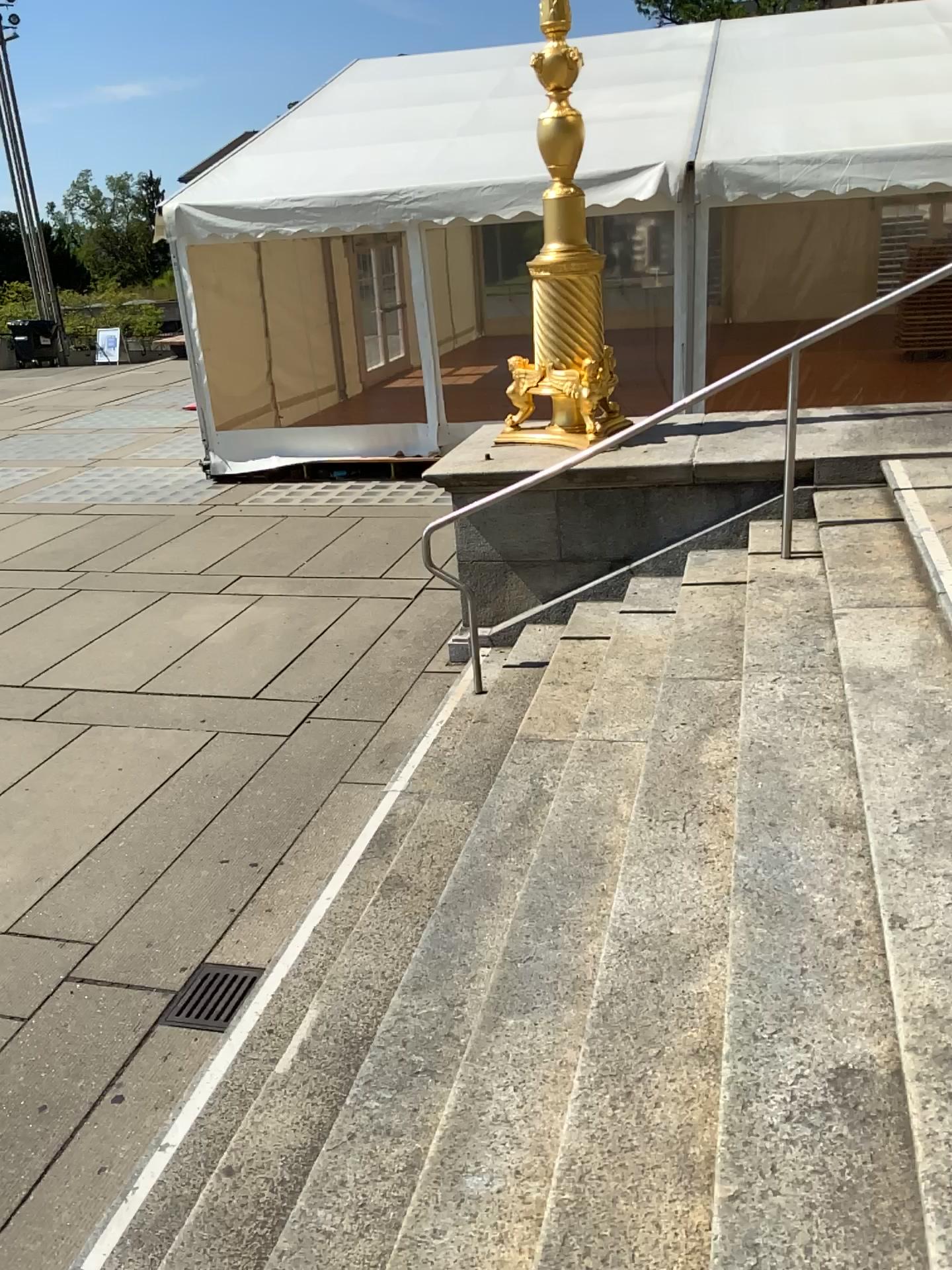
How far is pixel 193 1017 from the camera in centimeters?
344cm

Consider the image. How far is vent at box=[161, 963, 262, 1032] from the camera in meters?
3.4 m

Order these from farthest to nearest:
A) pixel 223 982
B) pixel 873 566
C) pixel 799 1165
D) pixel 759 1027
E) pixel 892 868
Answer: pixel 873 566 < pixel 223 982 < pixel 892 868 < pixel 759 1027 < pixel 799 1165
